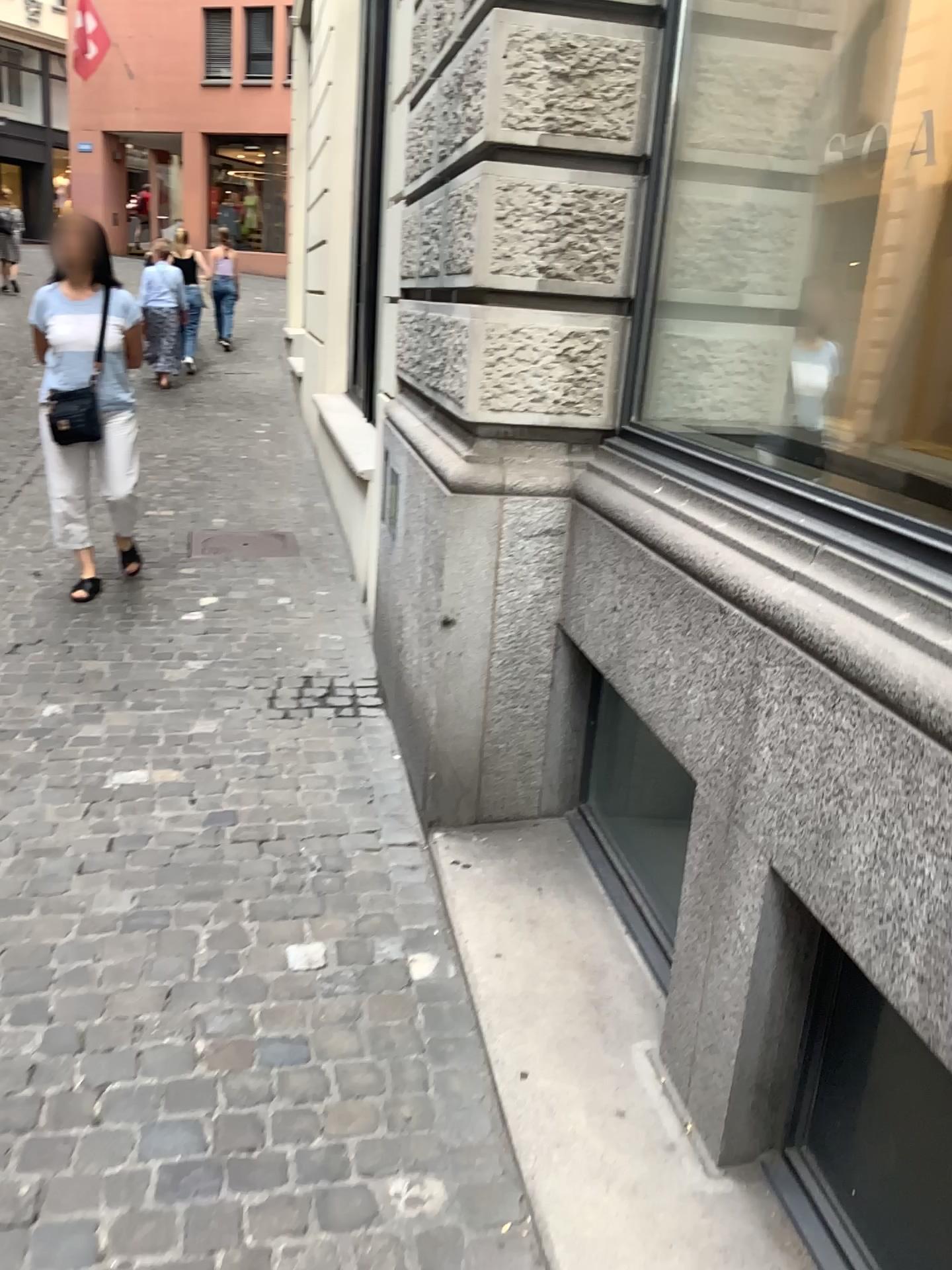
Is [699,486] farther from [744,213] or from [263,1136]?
[263,1136]
